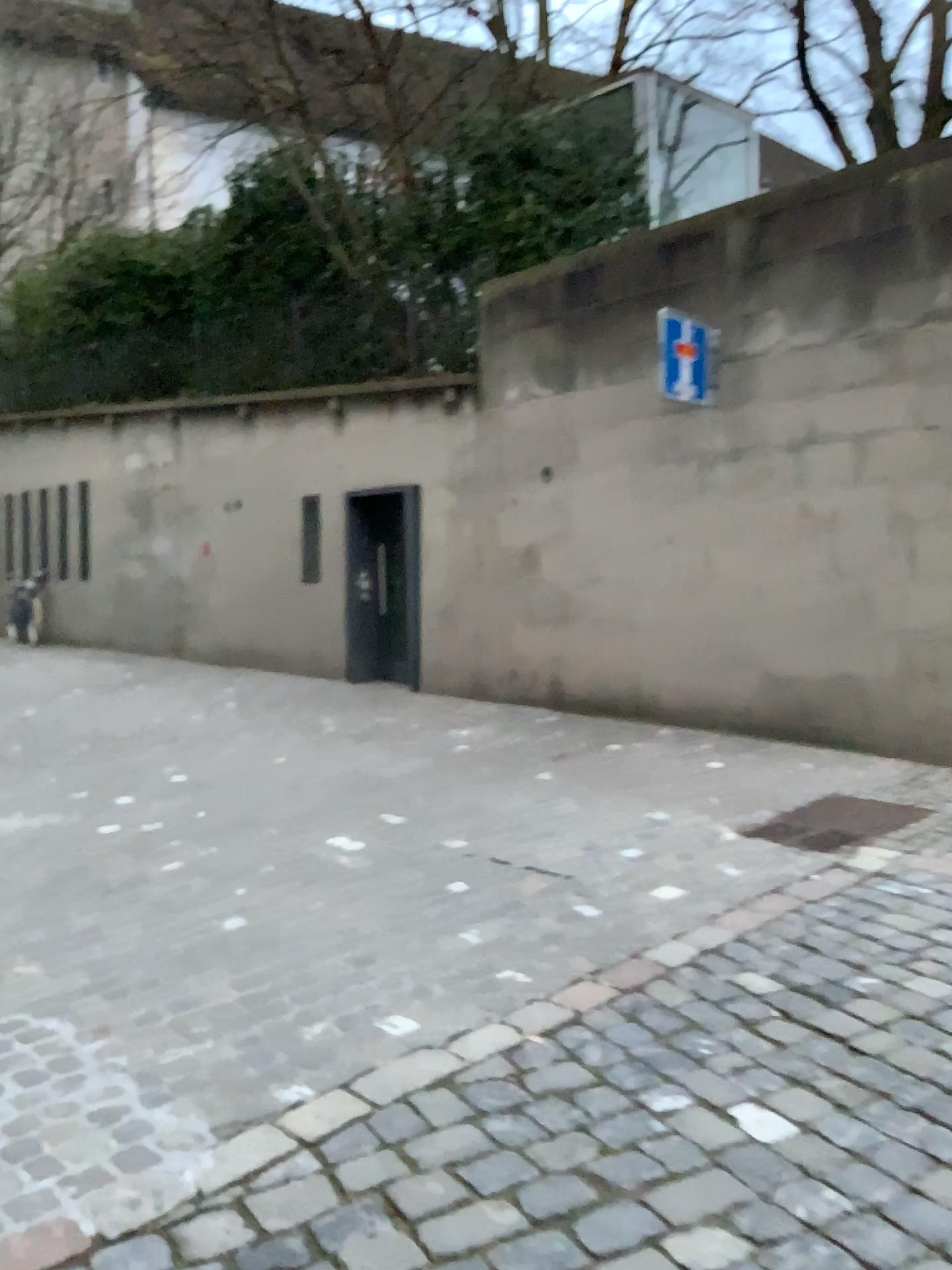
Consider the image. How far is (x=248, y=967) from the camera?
3.3 meters
